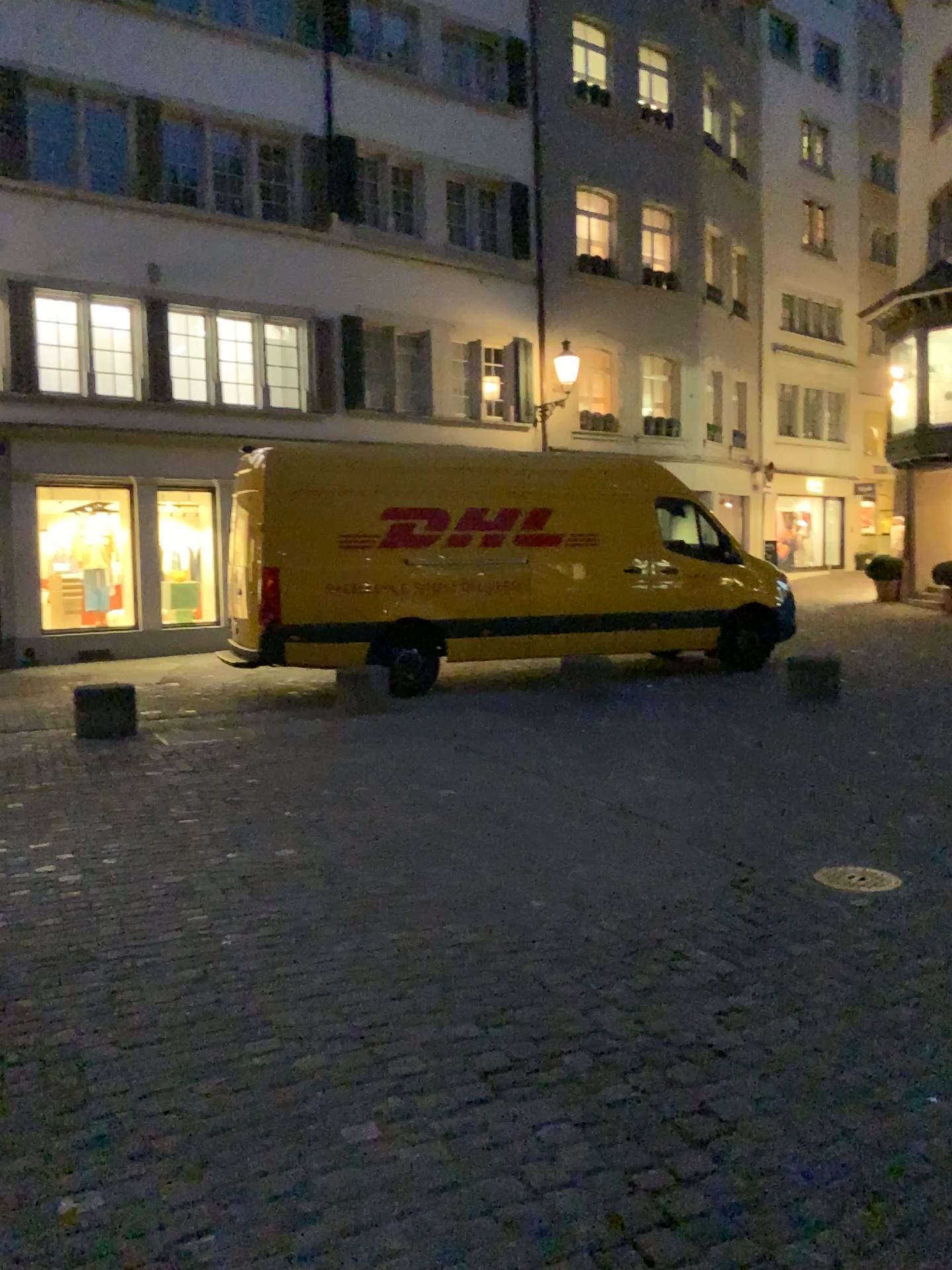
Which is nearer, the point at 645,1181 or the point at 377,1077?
the point at 645,1181
